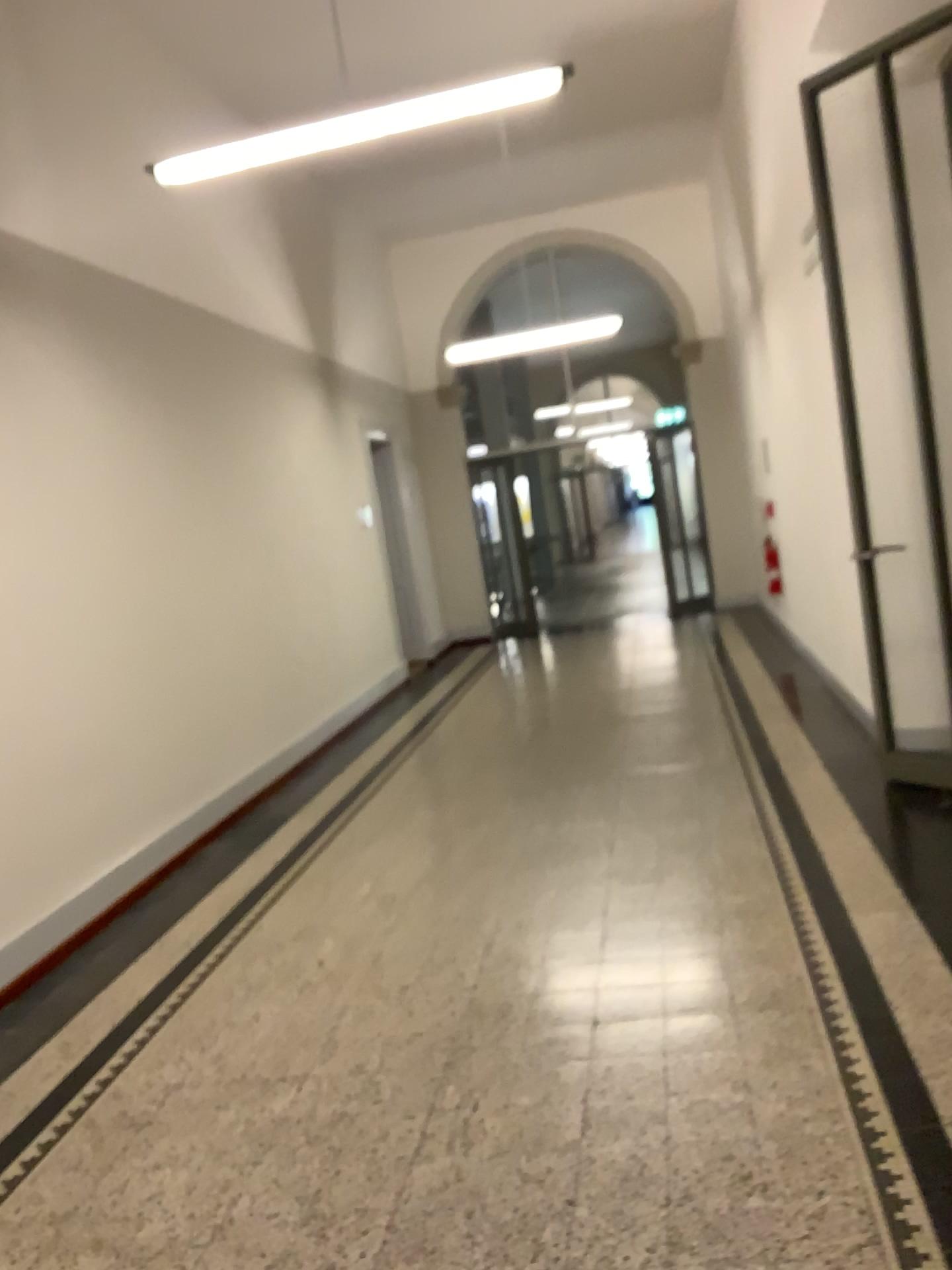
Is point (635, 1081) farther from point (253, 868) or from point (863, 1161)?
point (253, 868)
